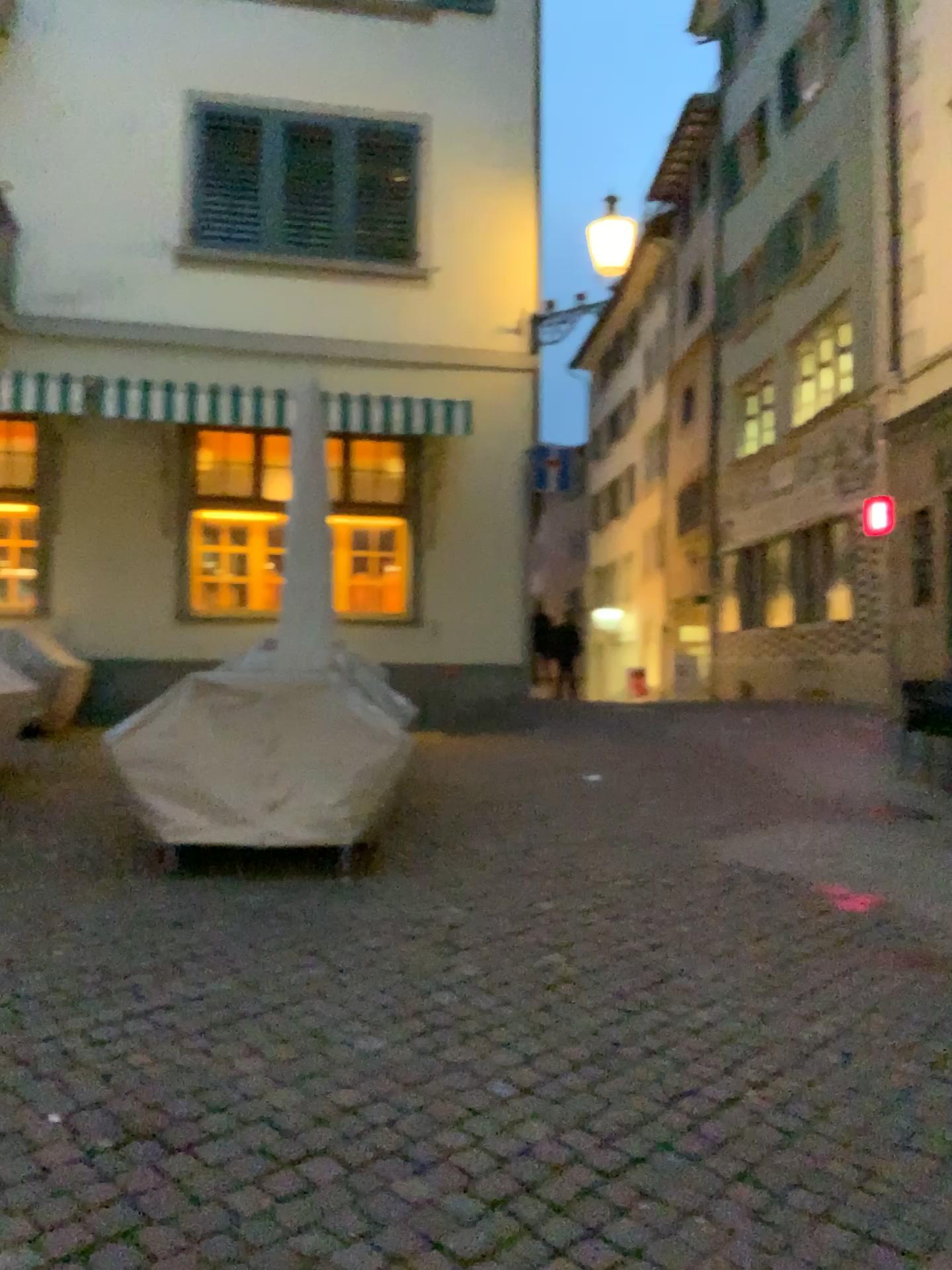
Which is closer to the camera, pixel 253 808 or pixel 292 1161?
pixel 292 1161
